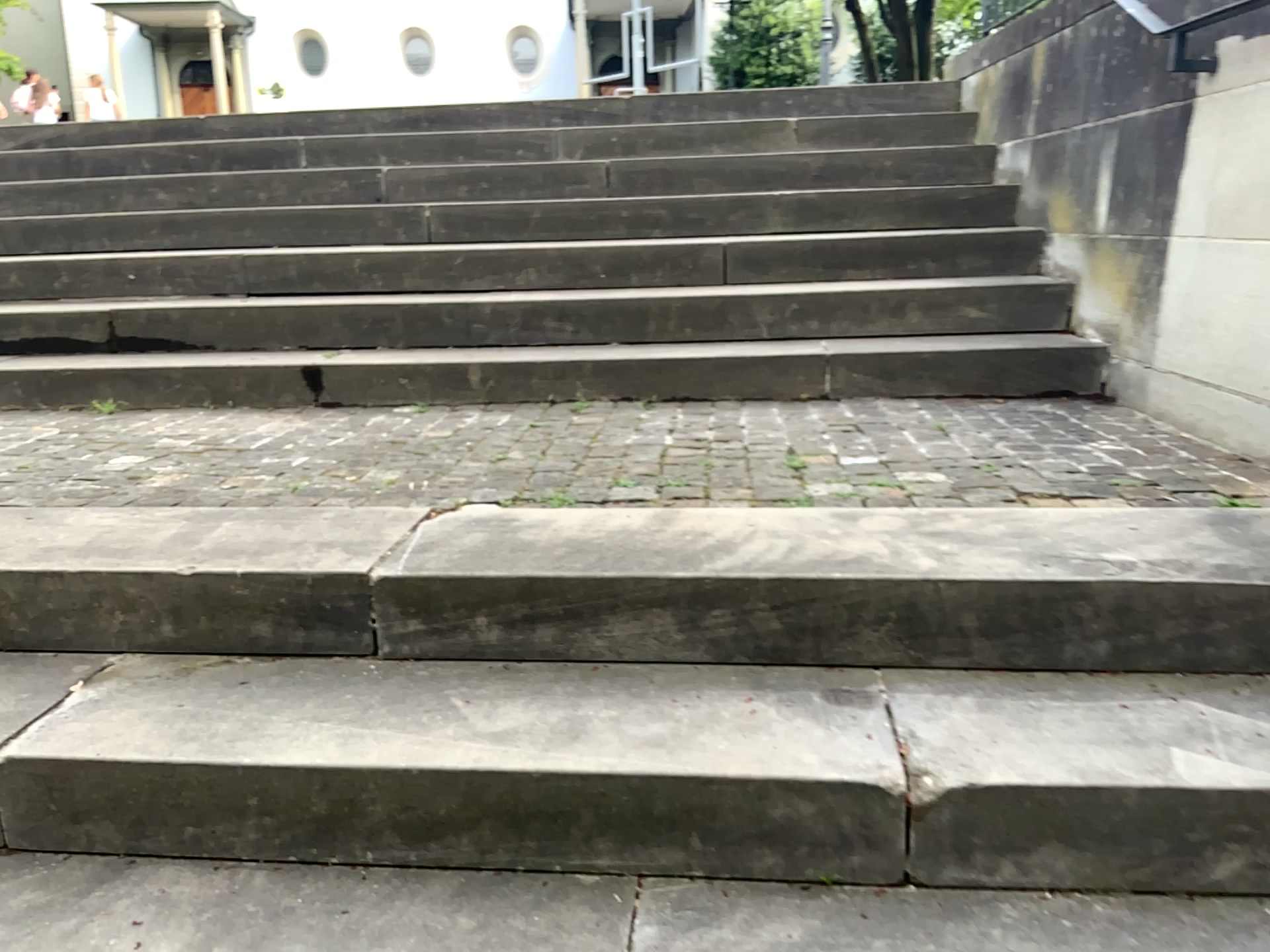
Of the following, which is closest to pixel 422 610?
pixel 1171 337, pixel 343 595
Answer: pixel 343 595
